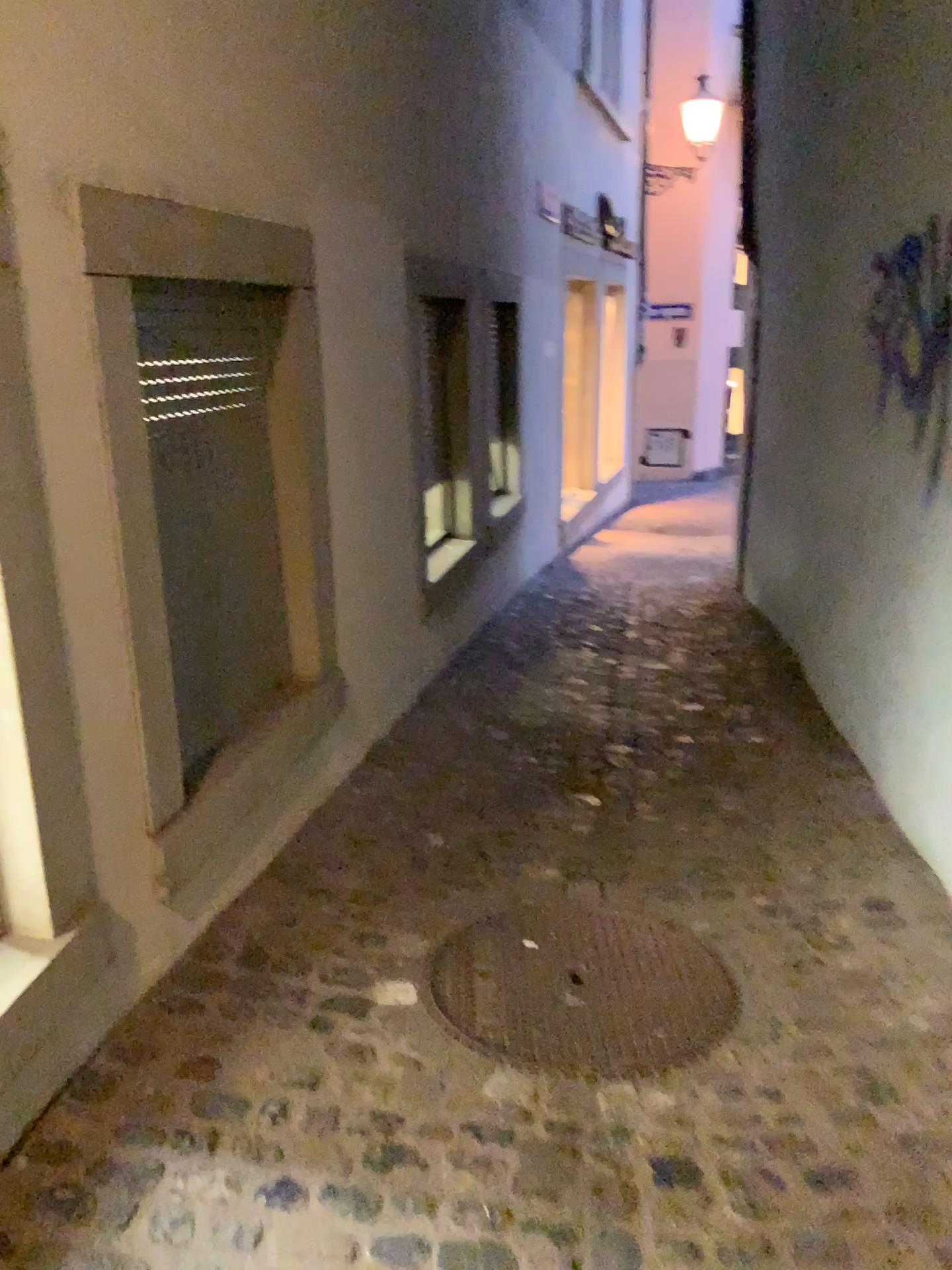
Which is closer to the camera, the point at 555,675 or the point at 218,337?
the point at 218,337

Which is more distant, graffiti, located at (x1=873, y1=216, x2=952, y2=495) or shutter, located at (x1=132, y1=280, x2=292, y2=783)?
graffiti, located at (x1=873, y1=216, x2=952, y2=495)

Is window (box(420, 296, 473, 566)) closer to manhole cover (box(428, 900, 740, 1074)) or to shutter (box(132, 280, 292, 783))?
shutter (box(132, 280, 292, 783))

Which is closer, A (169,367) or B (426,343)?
A (169,367)

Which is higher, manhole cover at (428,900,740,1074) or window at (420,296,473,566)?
window at (420,296,473,566)

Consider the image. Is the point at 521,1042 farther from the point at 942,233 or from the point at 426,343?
the point at 426,343

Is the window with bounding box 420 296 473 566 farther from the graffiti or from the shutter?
the graffiti

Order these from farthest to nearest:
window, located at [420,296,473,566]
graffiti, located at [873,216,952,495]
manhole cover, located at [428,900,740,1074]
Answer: window, located at [420,296,473,566] < graffiti, located at [873,216,952,495] < manhole cover, located at [428,900,740,1074]

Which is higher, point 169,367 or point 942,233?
point 942,233

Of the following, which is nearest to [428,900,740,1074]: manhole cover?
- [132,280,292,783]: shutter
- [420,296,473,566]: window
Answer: [132,280,292,783]: shutter
